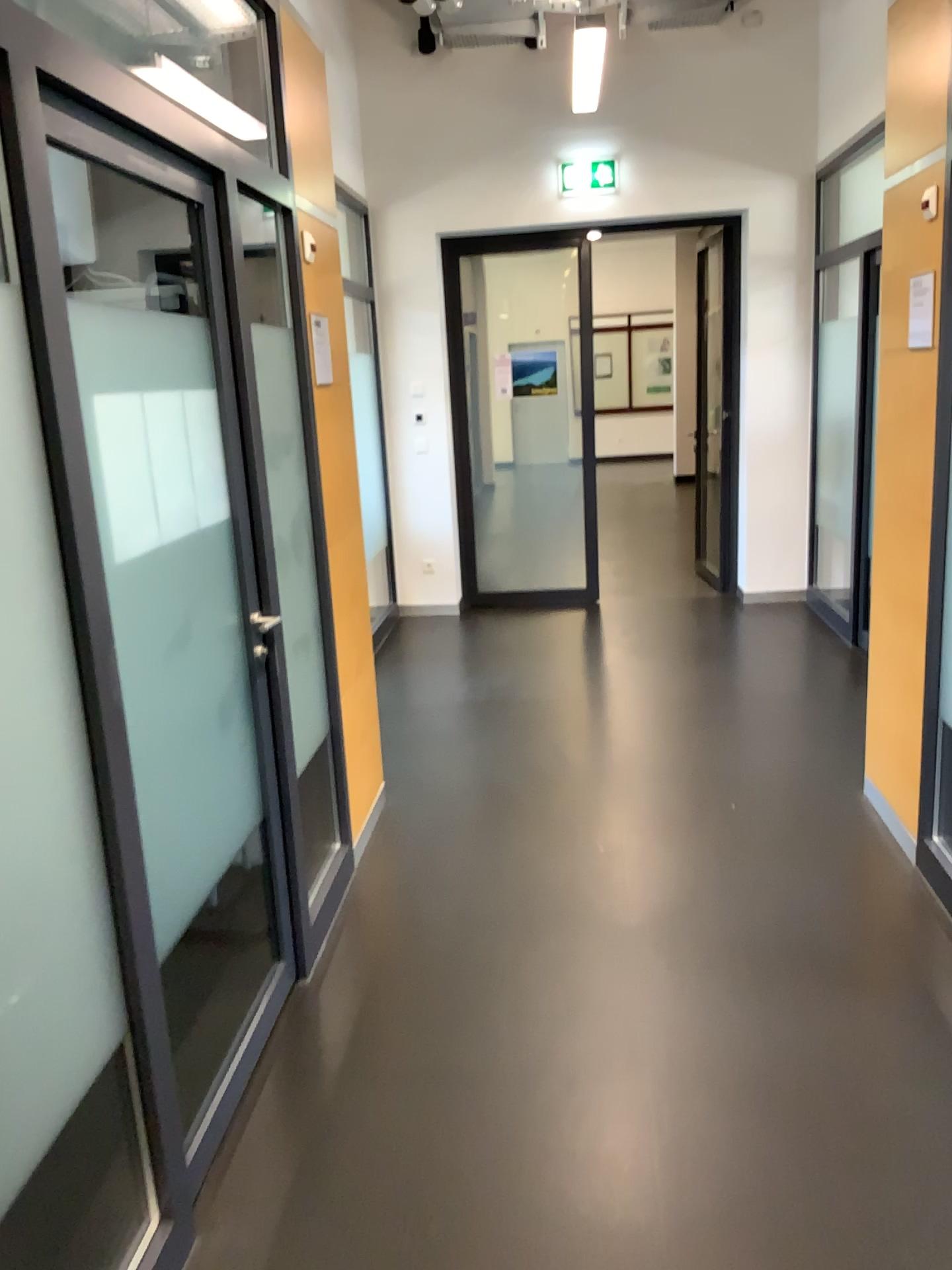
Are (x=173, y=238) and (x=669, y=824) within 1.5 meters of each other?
no
